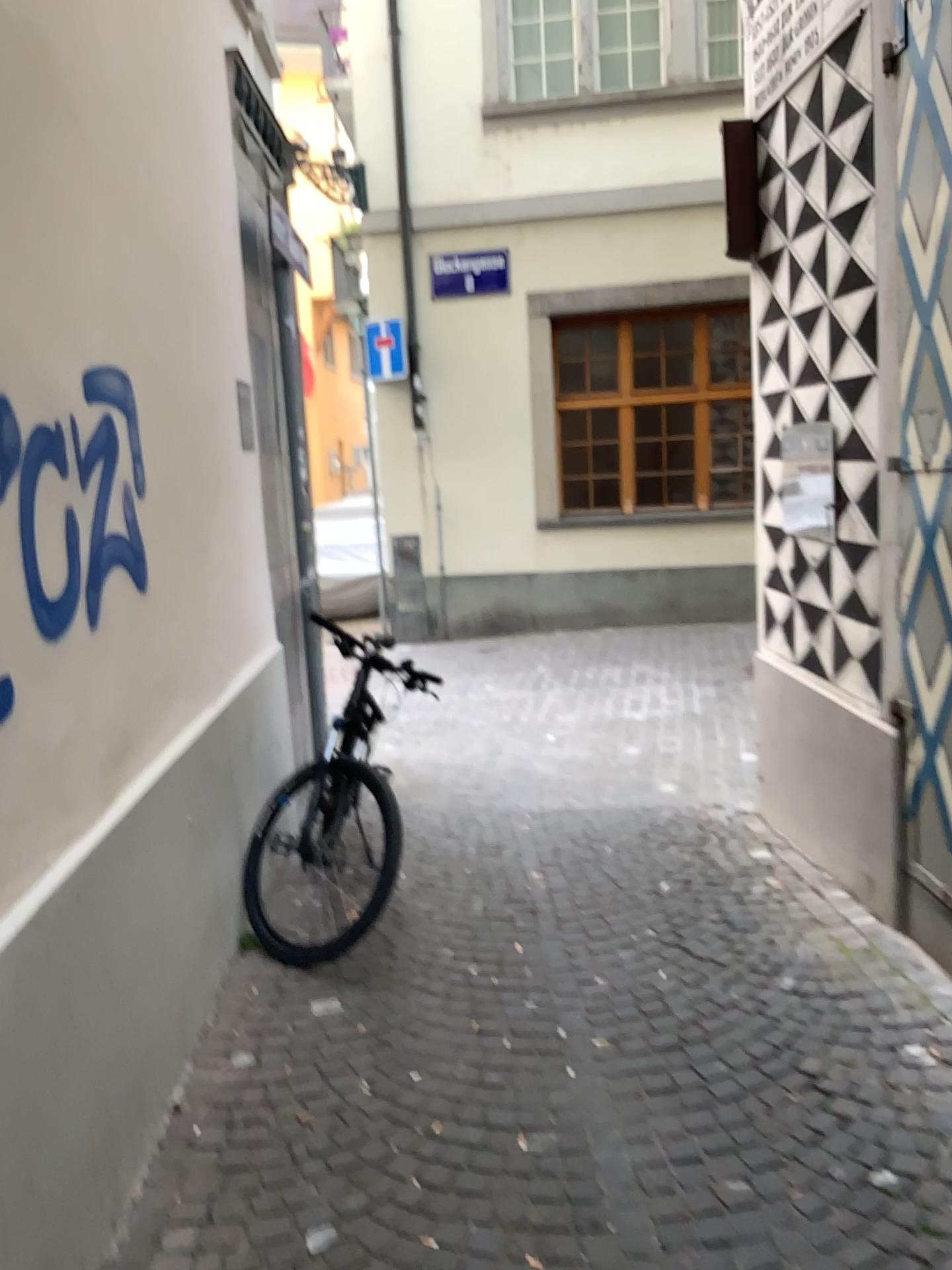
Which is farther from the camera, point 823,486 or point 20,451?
point 823,486

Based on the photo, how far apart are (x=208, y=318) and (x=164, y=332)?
0.6 meters

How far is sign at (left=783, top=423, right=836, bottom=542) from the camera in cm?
379

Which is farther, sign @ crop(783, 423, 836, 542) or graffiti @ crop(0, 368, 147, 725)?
sign @ crop(783, 423, 836, 542)

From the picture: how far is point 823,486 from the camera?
3.79m
